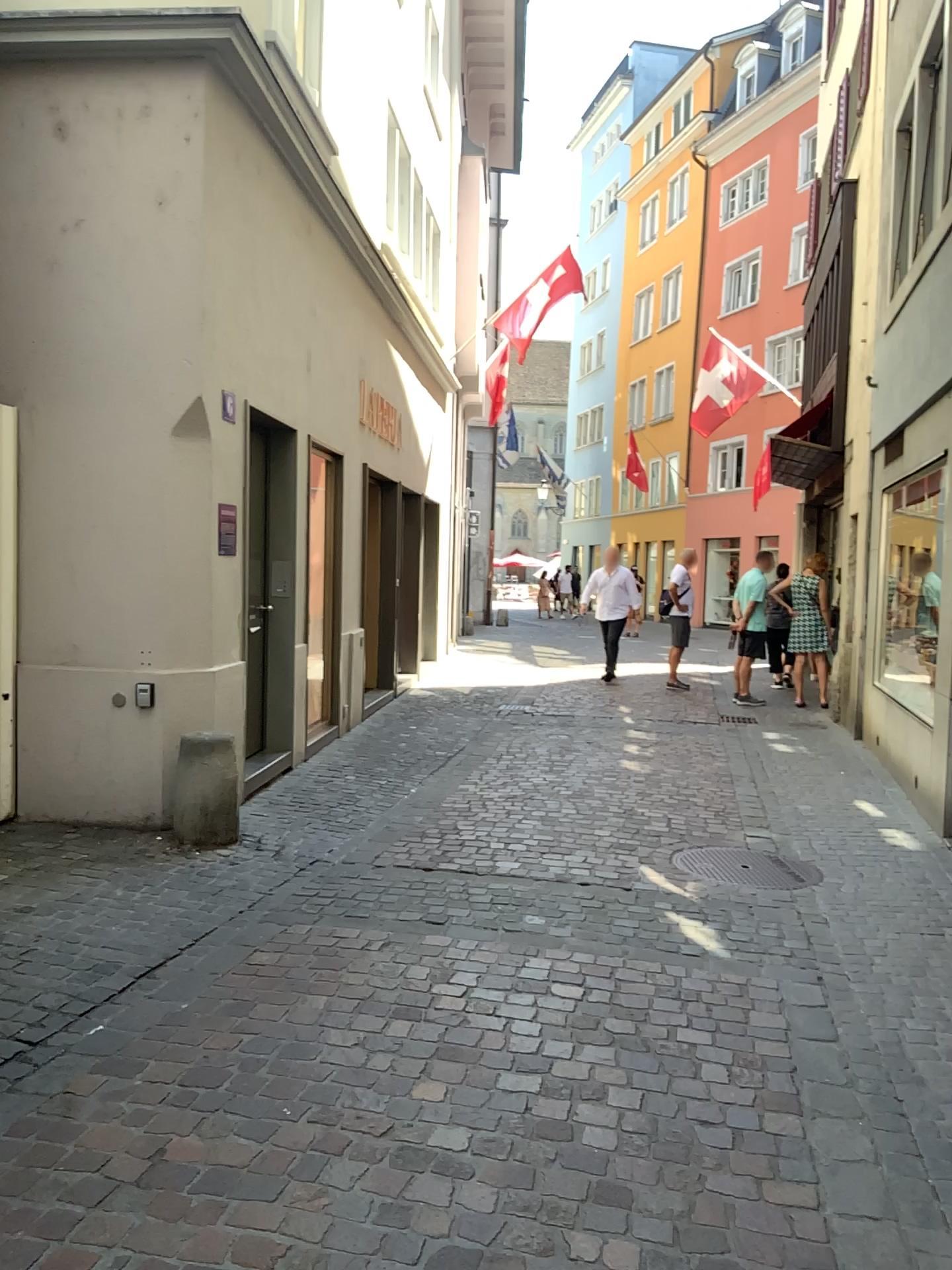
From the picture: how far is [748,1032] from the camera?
3.3 meters
